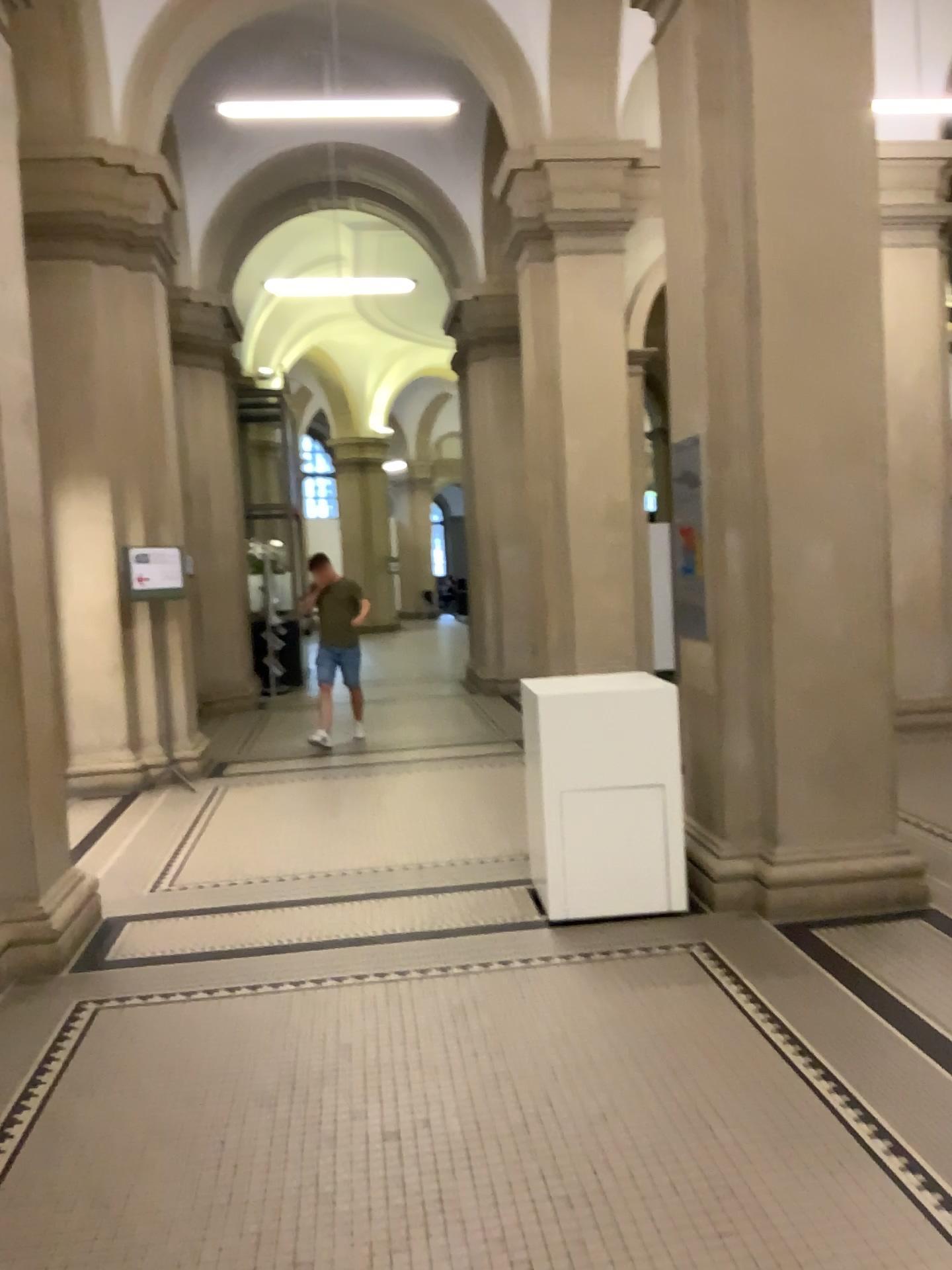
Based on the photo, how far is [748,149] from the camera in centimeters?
445cm

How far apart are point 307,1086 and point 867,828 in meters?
2.7

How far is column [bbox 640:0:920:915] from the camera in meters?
4.4 m
